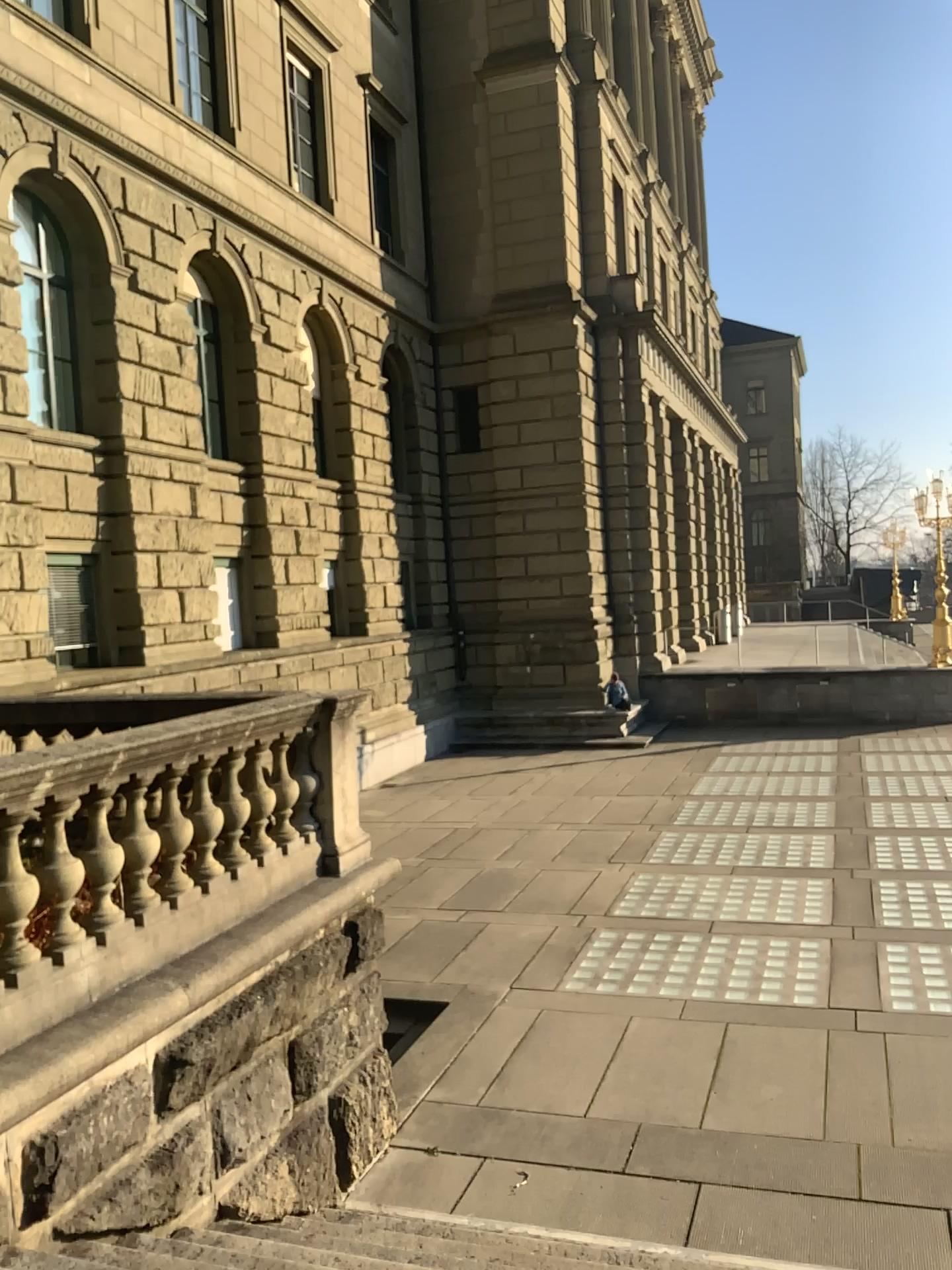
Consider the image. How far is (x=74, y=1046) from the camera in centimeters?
409cm
